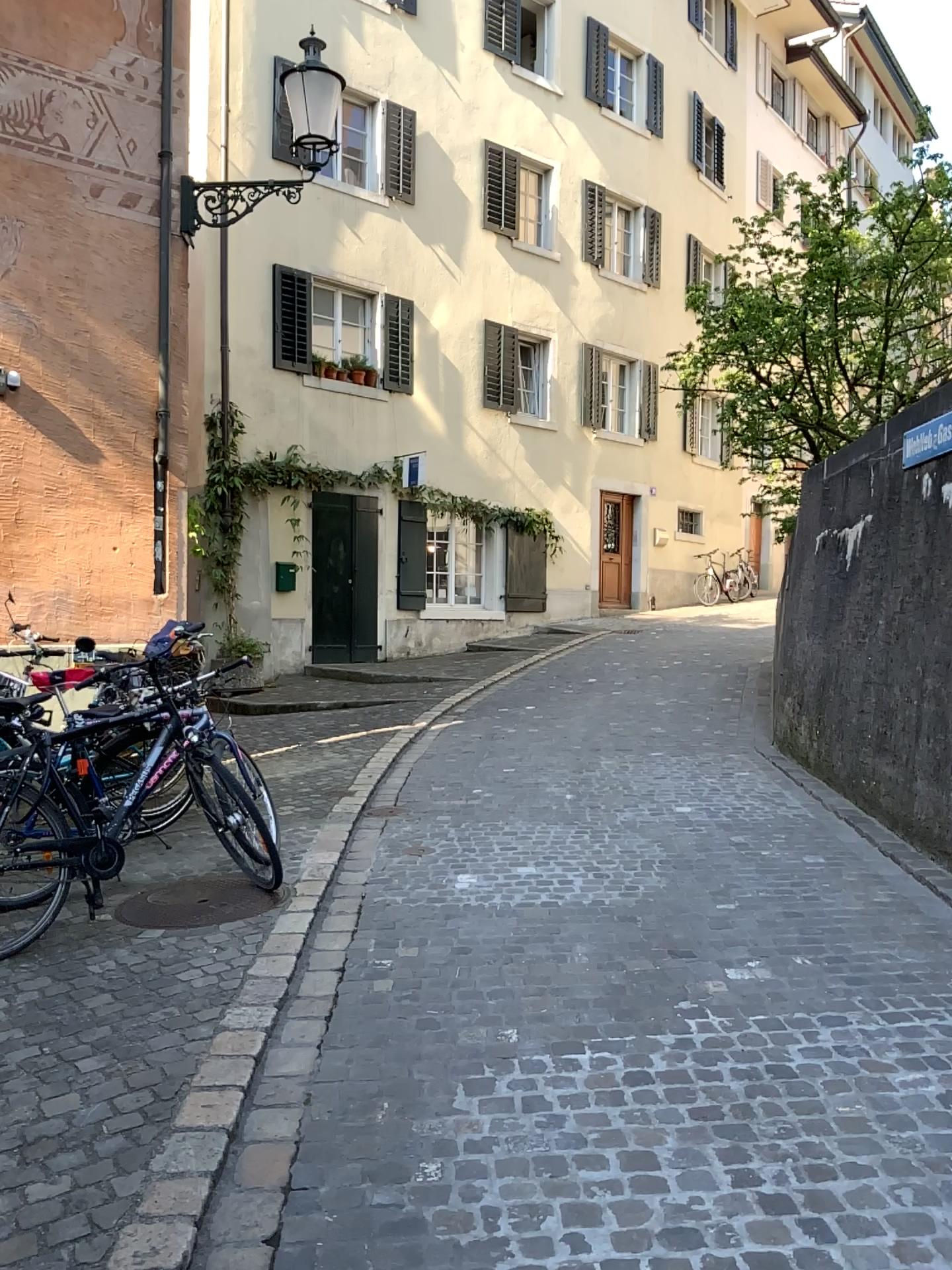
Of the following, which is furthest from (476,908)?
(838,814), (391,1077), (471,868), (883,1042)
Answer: (838,814)
